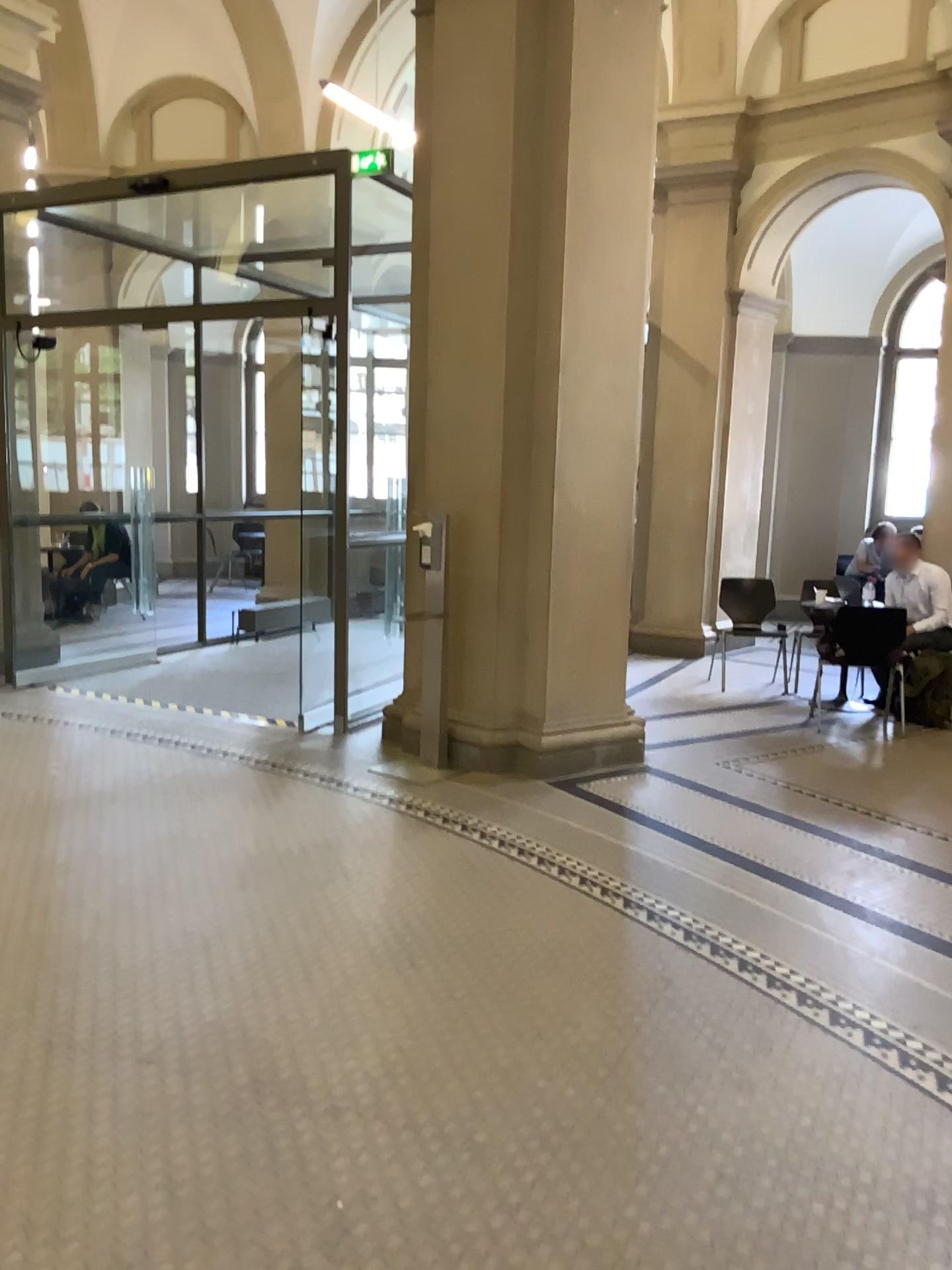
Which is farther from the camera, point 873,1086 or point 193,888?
point 193,888
